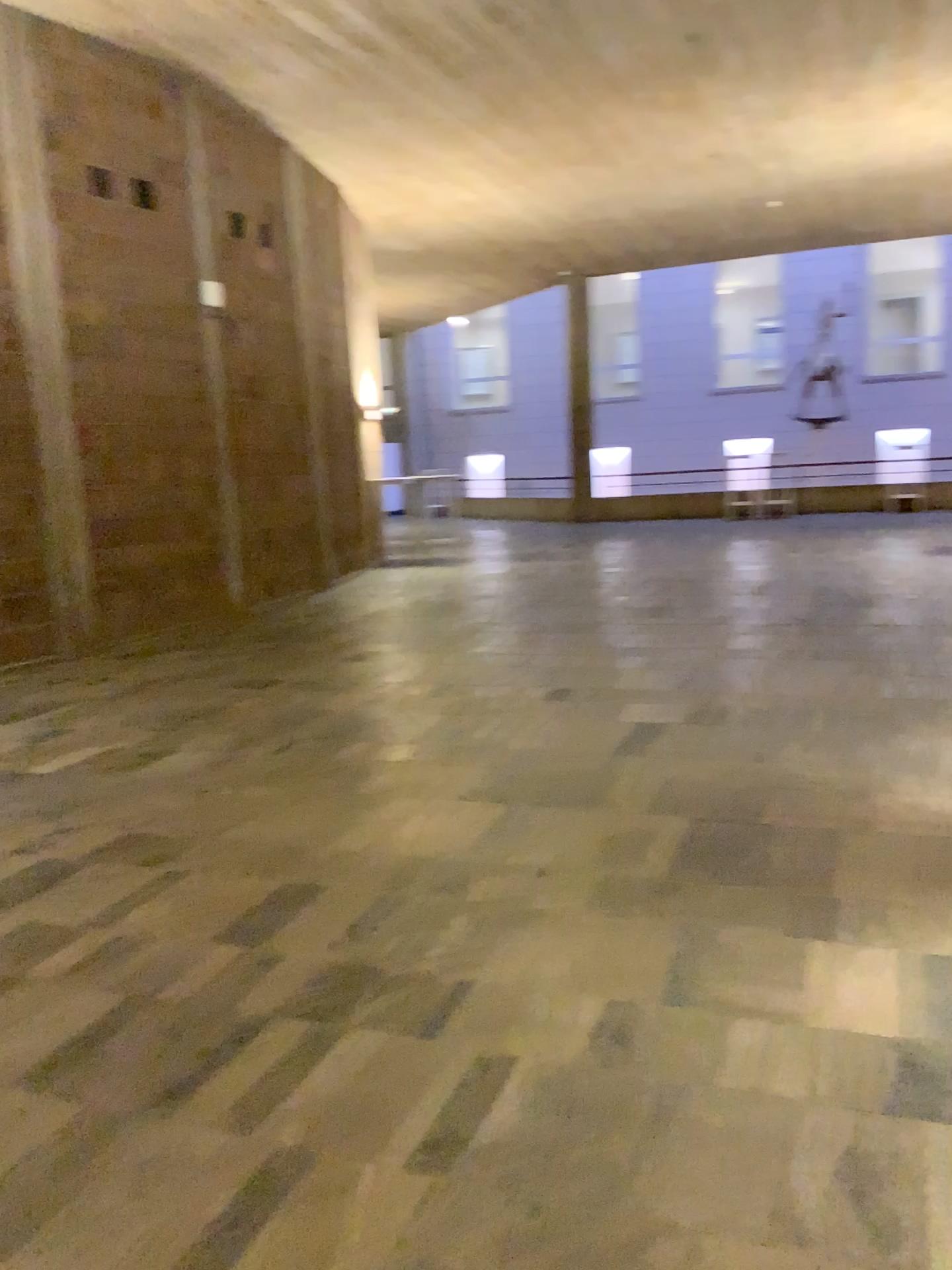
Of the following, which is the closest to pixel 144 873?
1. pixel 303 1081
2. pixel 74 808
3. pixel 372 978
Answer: pixel 74 808
